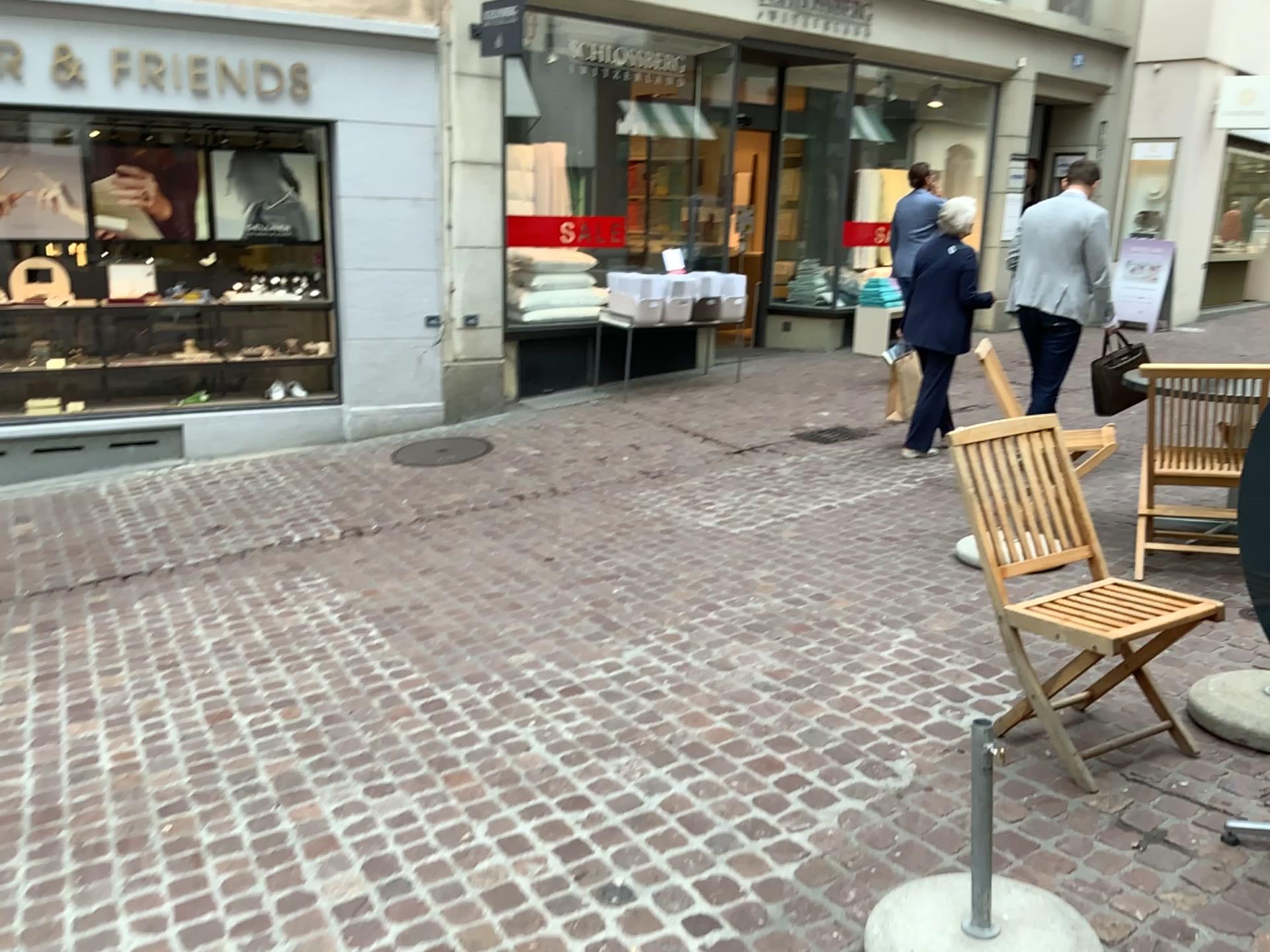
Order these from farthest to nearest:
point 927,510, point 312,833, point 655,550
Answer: point 927,510
point 655,550
point 312,833
